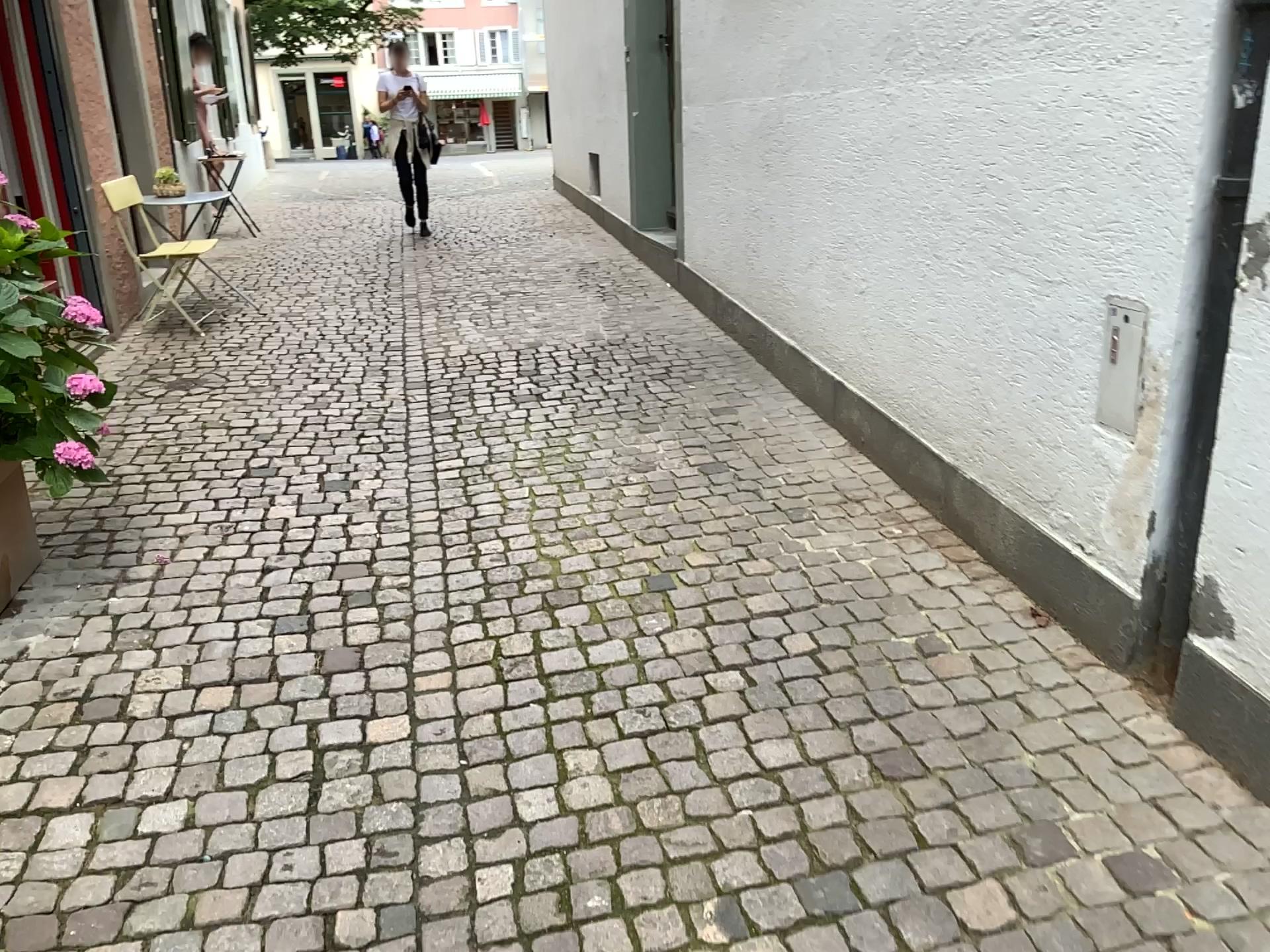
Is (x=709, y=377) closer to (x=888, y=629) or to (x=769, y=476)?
(x=769, y=476)
